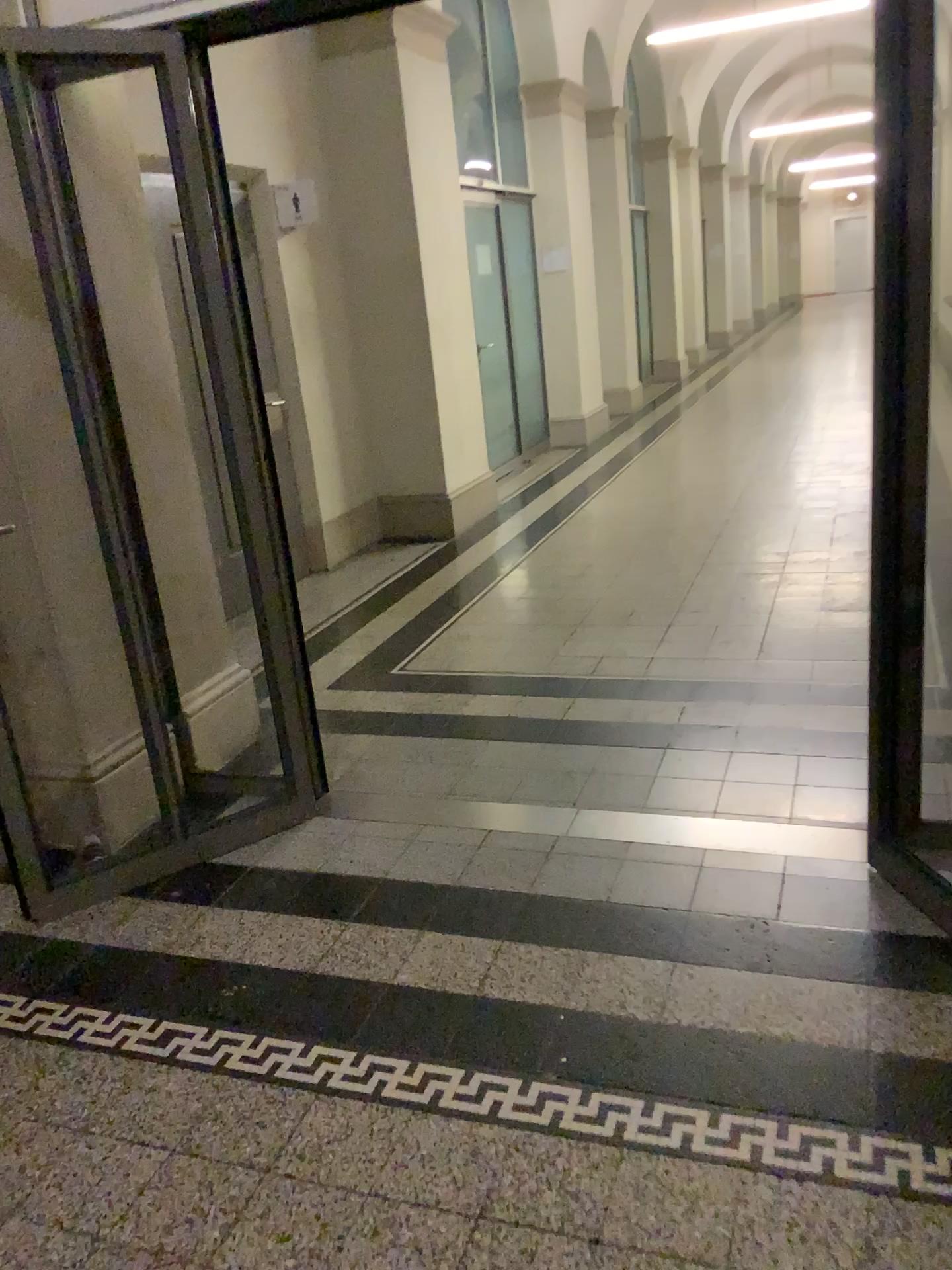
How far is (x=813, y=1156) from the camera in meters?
1.8 m
